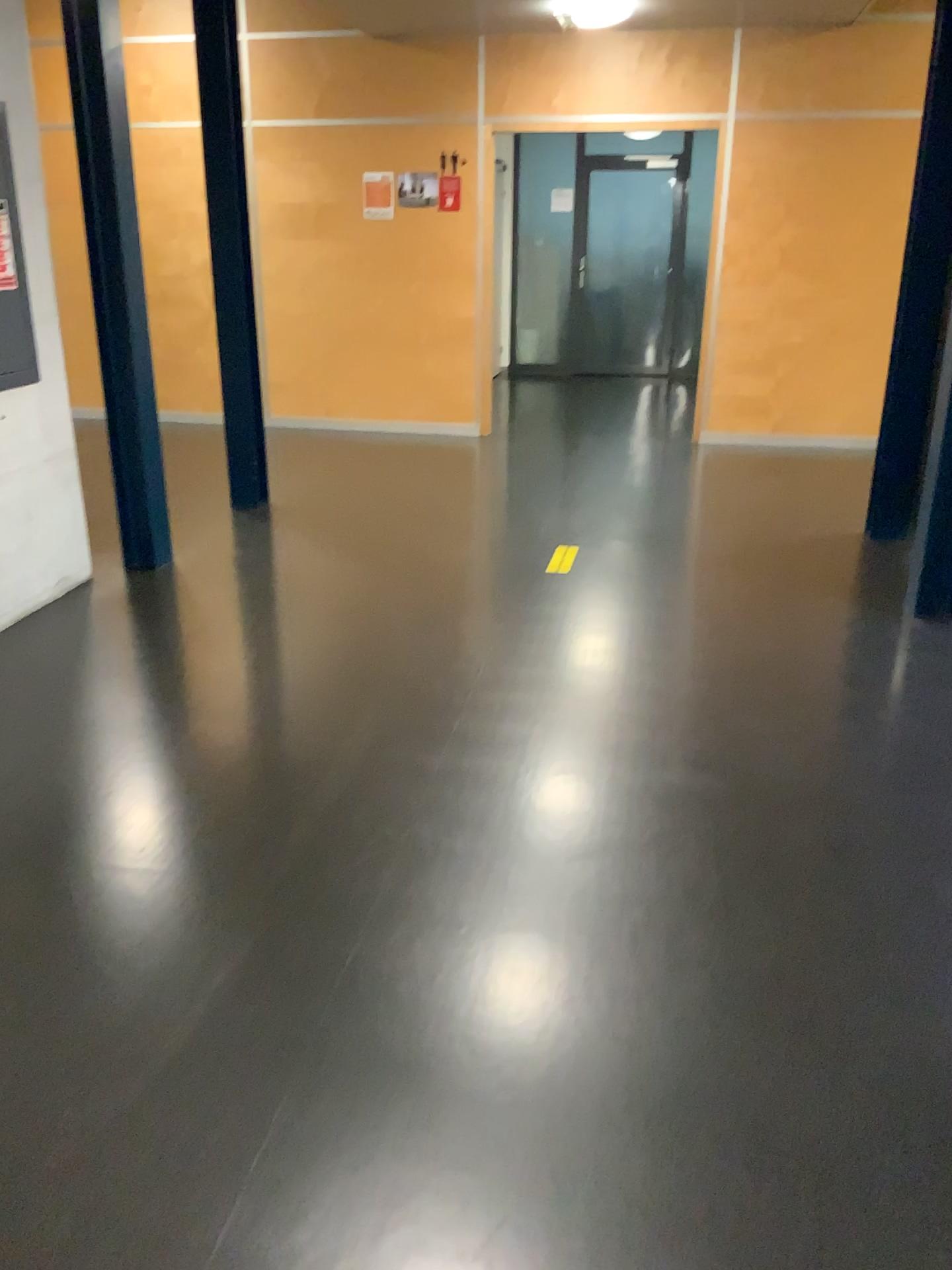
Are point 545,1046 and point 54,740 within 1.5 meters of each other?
no
